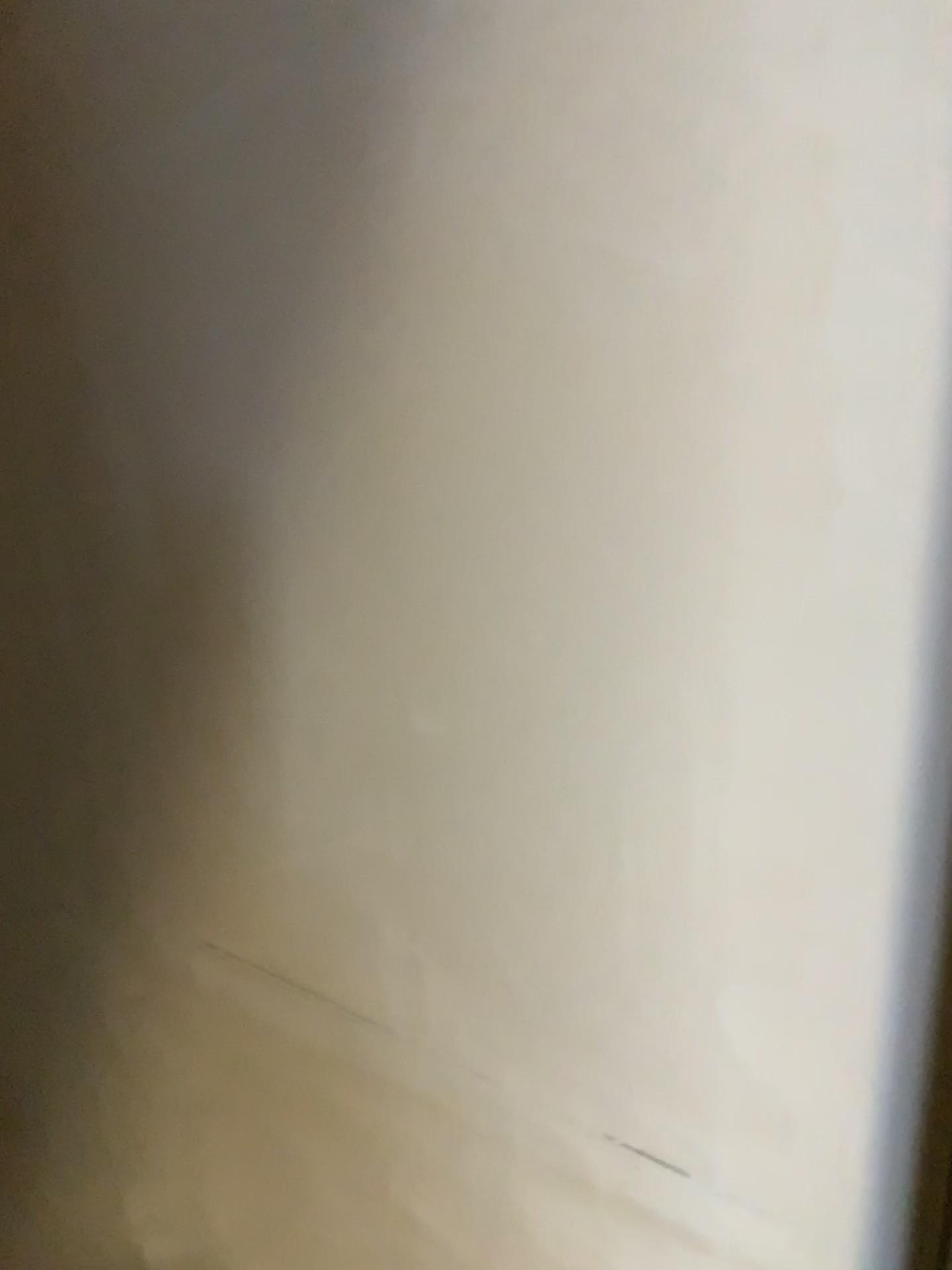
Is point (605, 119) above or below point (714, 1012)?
above
